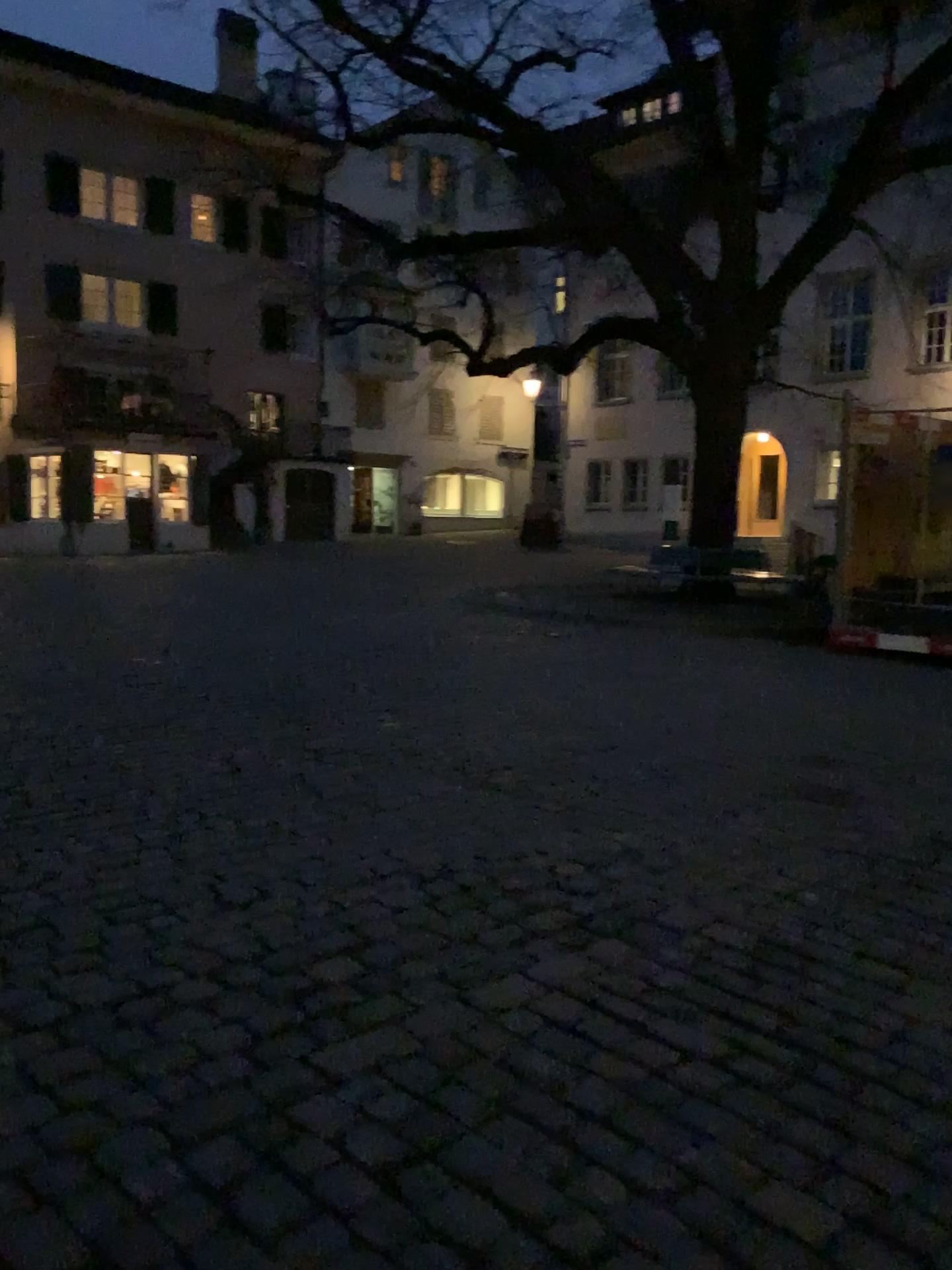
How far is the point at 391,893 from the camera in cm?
361
